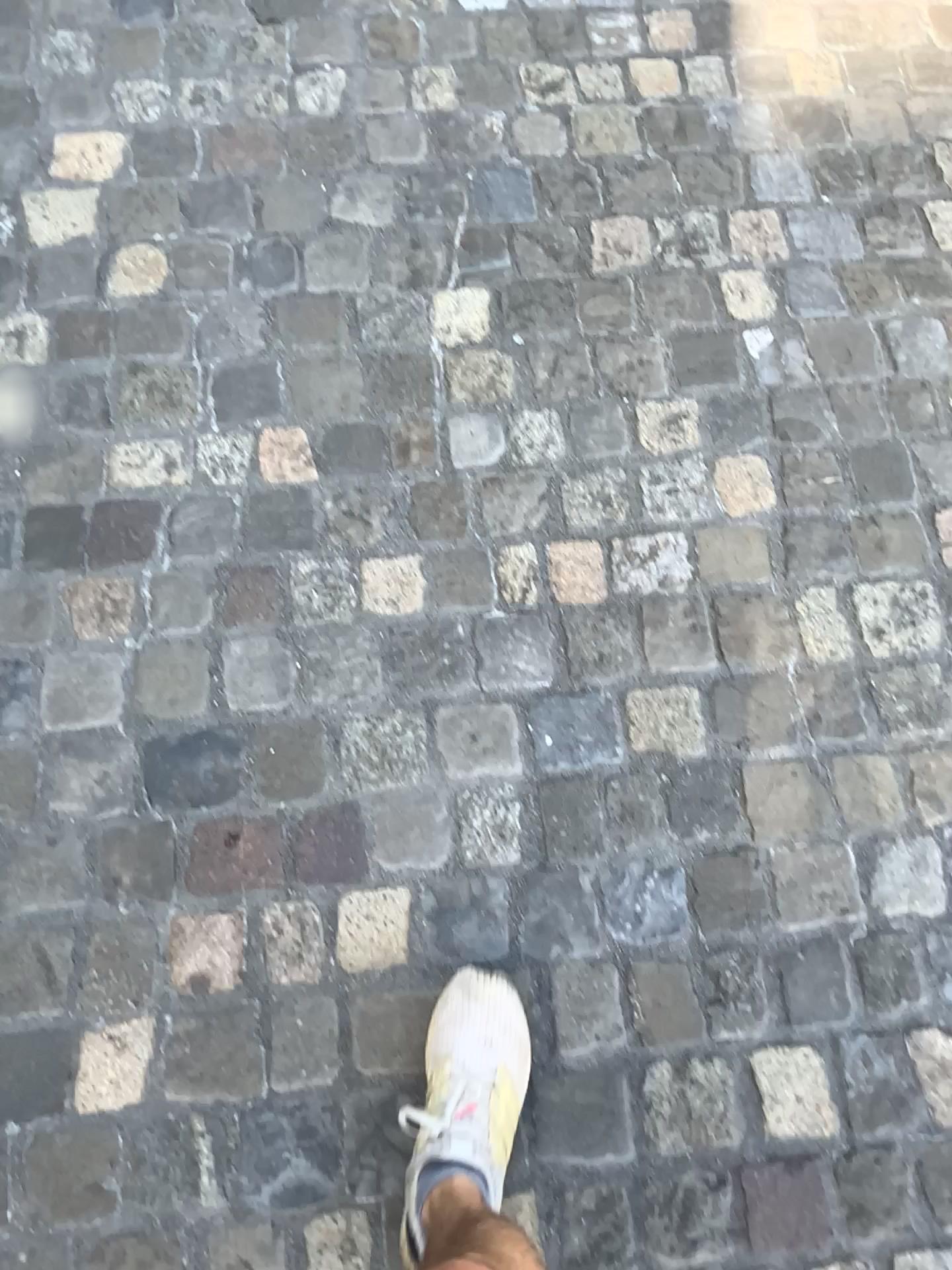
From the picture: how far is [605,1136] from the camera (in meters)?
1.13

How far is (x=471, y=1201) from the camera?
1.0 meters

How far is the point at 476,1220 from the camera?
1.0 meters

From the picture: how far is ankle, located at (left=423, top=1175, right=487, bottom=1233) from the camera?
1.02m

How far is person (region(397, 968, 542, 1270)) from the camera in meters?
1.0 m
